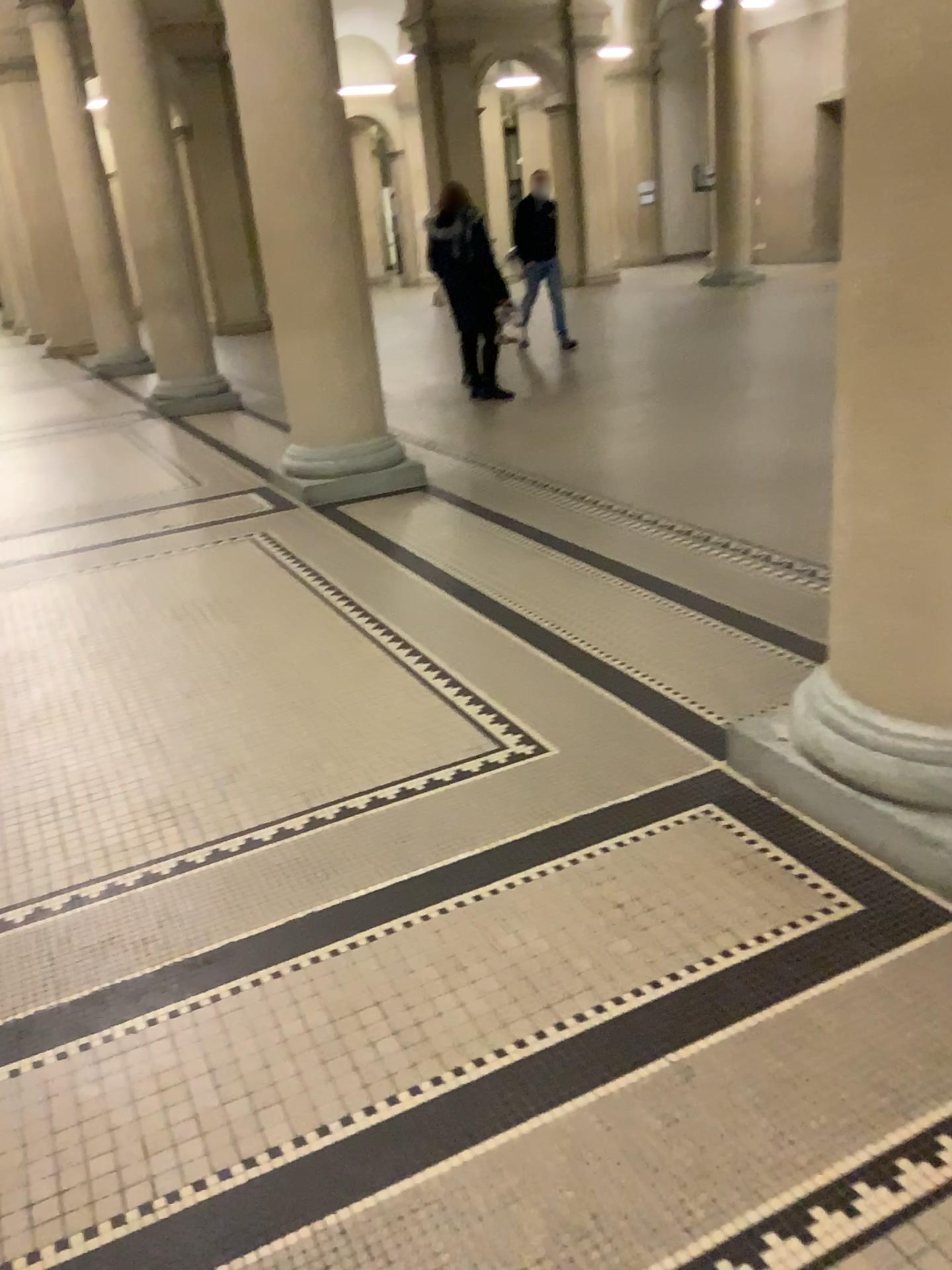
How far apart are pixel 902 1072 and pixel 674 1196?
0.4 meters
